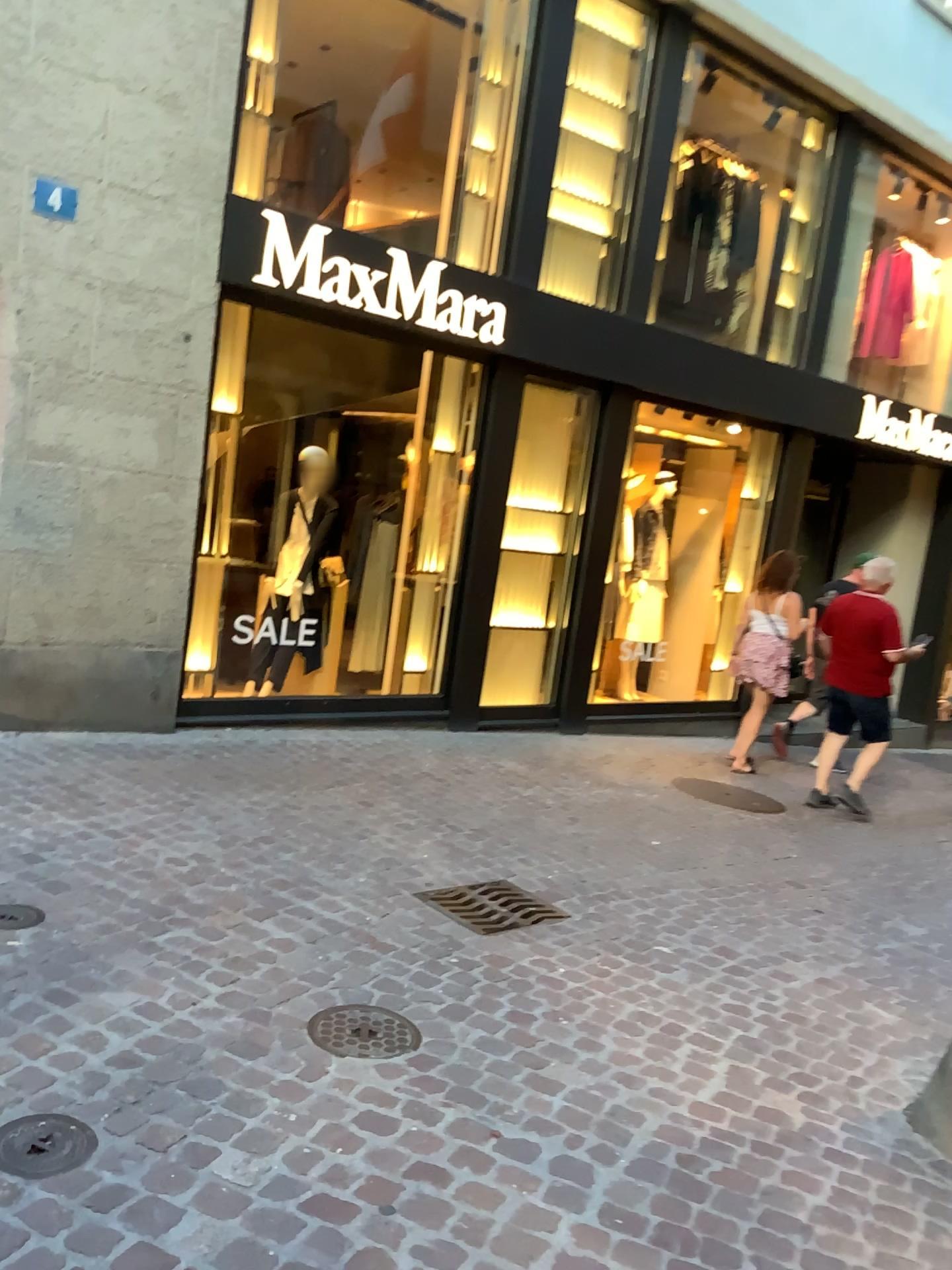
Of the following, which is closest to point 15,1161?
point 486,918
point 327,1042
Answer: point 327,1042

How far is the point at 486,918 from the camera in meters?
3.8

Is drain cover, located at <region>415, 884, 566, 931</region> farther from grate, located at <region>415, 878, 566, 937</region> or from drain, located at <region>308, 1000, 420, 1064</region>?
drain, located at <region>308, 1000, 420, 1064</region>

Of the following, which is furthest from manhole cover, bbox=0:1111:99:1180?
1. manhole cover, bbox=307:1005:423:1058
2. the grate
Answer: the grate

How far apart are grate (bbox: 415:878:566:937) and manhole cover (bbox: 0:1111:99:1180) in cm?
178

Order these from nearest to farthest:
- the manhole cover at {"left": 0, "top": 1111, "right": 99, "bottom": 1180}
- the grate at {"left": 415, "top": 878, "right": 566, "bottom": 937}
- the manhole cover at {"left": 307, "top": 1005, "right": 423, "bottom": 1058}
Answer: the manhole cover at {"left": 0, "top": 1111, "right": 99, "bottom": 1180}
the manhole cover at {"left": 307, "top": 1005, "right": 423, "bottom": 1058}
the grate at {"left": 415, "top": 878, "right": 566, "bottom": 937}

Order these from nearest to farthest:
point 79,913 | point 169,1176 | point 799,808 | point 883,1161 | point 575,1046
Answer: point 169,1176 → point 883,1161 → point 575,1046 → point 79,913 → point 799,808

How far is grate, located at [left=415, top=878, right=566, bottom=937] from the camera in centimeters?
383cm

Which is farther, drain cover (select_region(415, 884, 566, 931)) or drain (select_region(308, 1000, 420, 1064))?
drain cover (select_region(415, 884, 566, 931))

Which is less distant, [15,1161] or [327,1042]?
[15,1161]
